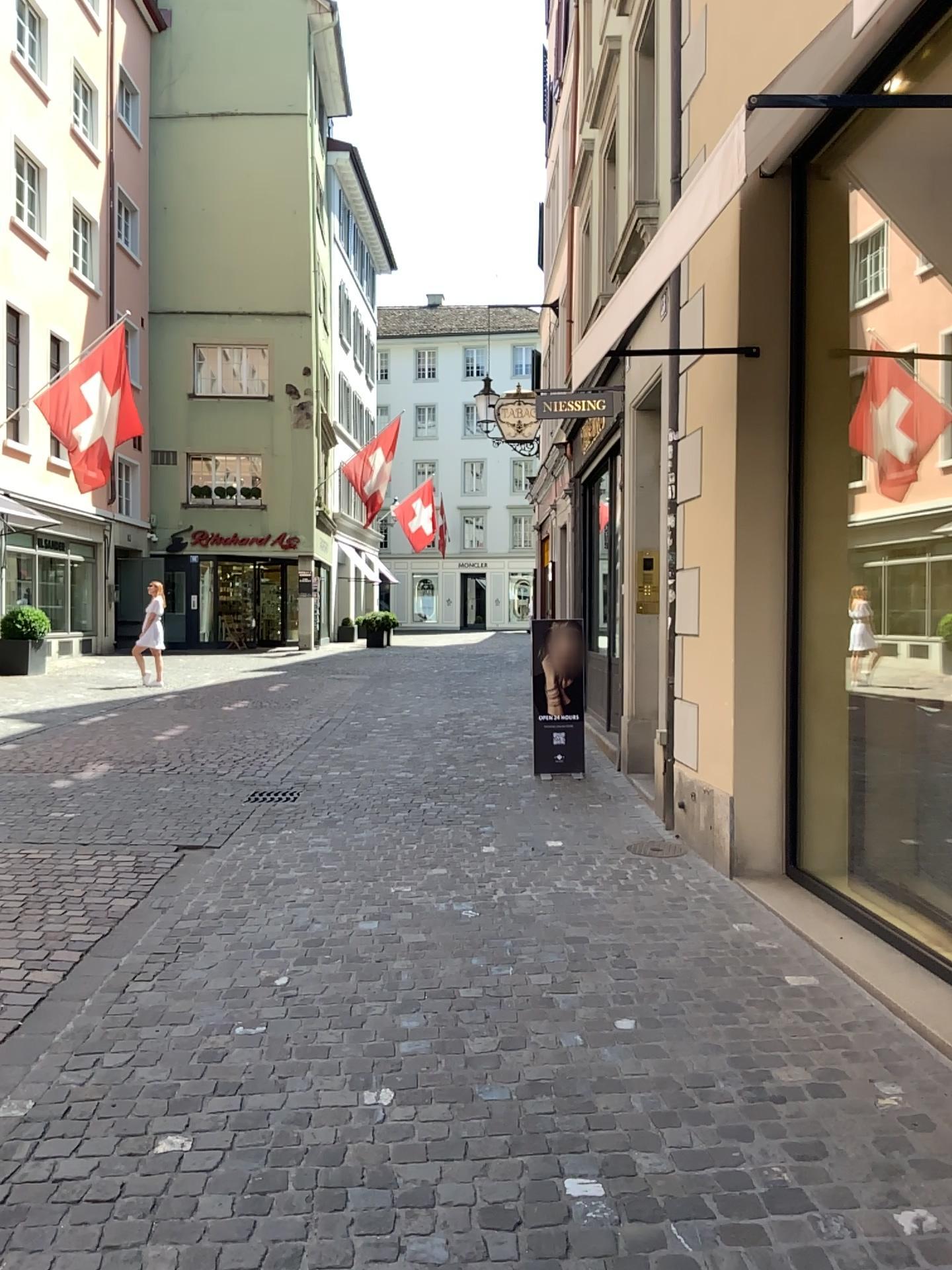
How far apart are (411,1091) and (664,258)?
2.6 meters
